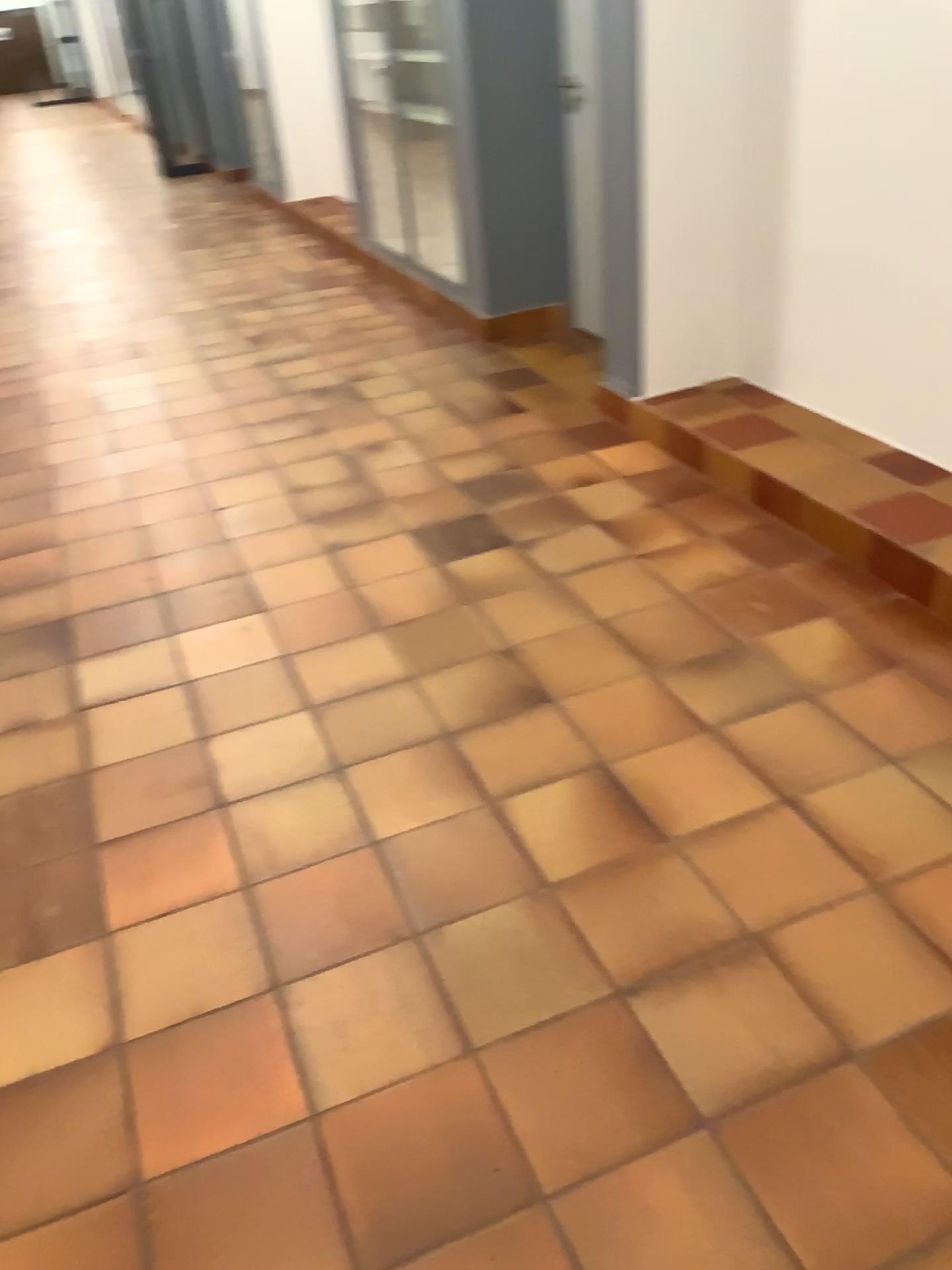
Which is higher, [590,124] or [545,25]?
[545,25]

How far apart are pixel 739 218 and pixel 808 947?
2.61m
